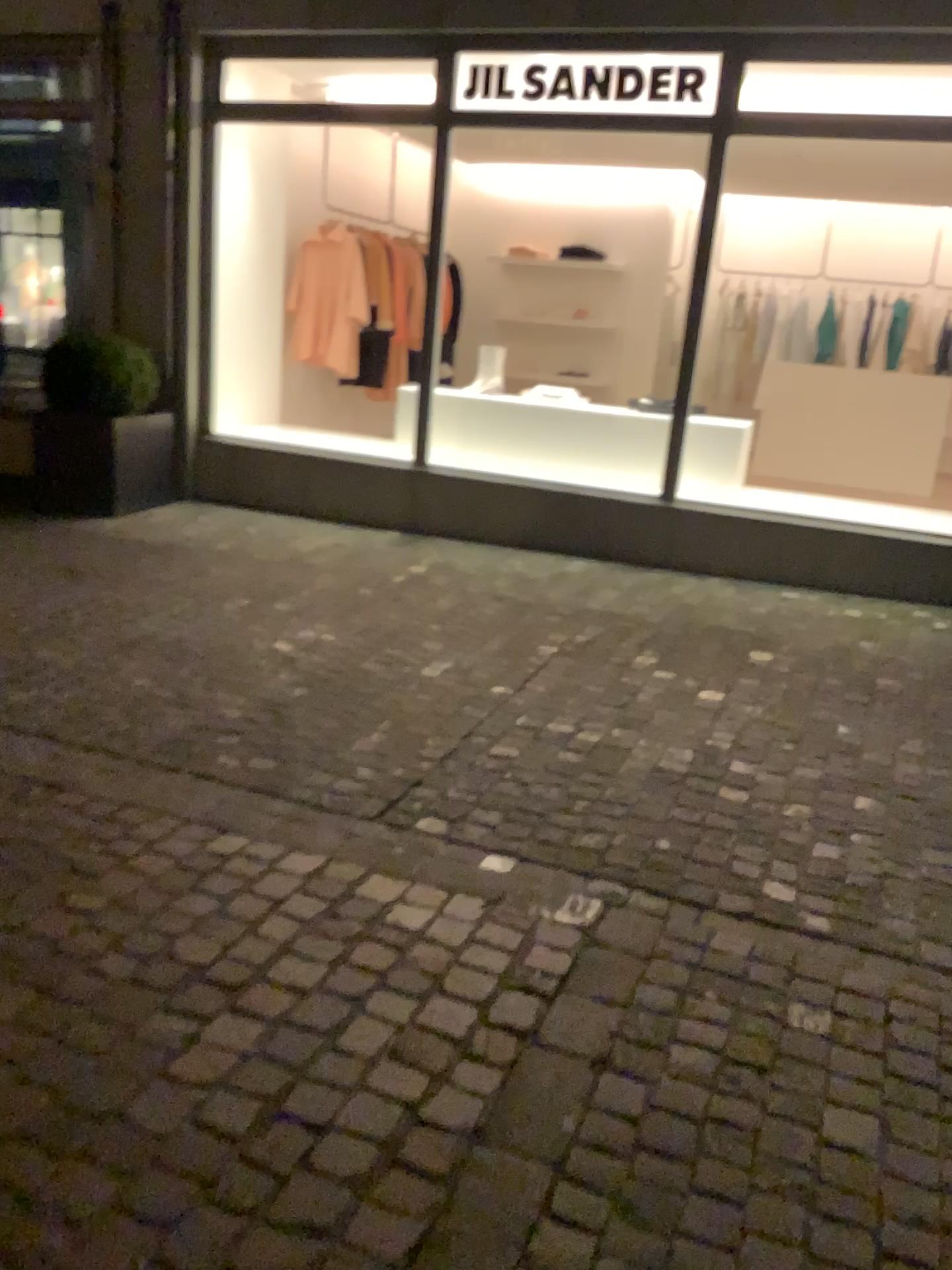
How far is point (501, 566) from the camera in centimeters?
578cm
